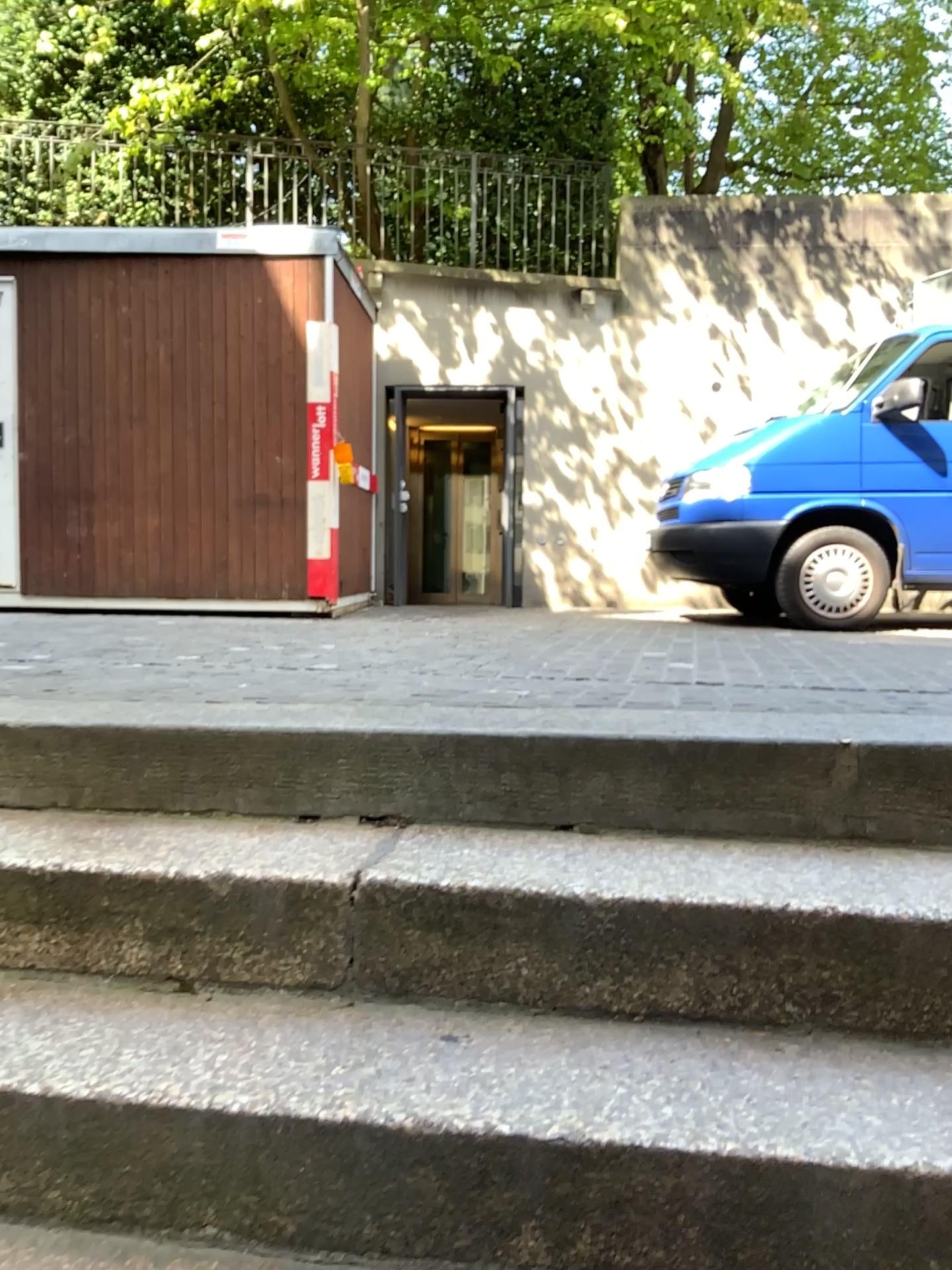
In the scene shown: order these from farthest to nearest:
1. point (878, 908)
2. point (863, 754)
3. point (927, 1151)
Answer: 1. point (863, 754)
2. point (878, 908)
3. point (927, 1151)

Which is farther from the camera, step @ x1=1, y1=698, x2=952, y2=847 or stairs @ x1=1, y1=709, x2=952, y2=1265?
step @ x1=1, y1=698, x2=952, y2=847

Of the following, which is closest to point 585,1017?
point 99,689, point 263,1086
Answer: point 263,1086

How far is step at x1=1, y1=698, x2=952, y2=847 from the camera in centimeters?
164cm

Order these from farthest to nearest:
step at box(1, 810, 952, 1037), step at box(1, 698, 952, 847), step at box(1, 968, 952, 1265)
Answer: step at box(1, 698, 952, 847) → step at box(1, 810, 952, 1037) → step at box(1, 968, 952, 1265)

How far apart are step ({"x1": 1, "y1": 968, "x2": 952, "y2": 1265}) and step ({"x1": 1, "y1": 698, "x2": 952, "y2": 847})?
0.36m

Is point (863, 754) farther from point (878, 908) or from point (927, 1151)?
point (927, 1151)

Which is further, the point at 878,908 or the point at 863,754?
the point at 863,754

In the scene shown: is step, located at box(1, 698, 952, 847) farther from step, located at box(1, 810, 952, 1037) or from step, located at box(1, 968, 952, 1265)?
step, located at box(1, 968, 952, 1265)
